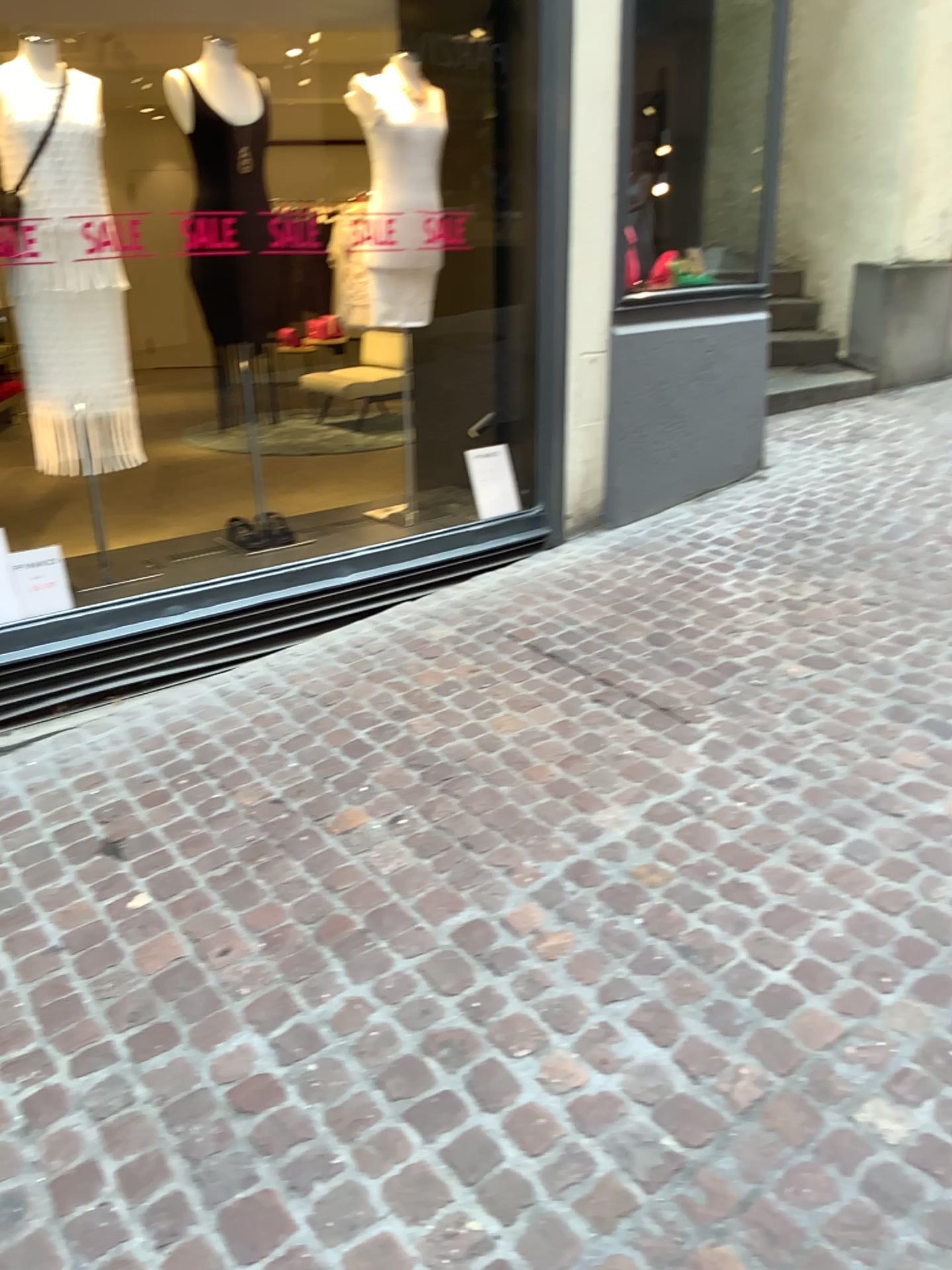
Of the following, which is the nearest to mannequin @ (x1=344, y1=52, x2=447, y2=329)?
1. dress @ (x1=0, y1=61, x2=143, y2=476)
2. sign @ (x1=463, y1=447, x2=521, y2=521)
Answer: sign @ (x1=463, y1=447, x2=521, y2=521)

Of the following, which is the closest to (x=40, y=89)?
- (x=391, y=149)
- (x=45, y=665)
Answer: (x=391, y=149)

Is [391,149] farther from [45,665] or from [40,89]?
[45,665]

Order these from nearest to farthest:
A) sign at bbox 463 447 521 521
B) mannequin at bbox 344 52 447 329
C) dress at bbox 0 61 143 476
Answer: dress at bbox 0 61 143 476 → mannequin at bbox 344 52 447 329 → sign at bbox 463 447 521 521

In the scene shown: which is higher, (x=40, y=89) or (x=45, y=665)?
(x=40, y=89)

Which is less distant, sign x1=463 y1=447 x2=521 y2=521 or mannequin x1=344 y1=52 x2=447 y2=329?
mannequin x1=344 y1=52 x2=447 y2=329

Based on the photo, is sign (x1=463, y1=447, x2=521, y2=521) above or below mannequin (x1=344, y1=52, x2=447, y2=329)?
below

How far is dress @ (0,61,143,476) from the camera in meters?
3.1 m

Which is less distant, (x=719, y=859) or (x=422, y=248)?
(x=719, y=859)

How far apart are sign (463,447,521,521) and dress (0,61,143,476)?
1.6m
